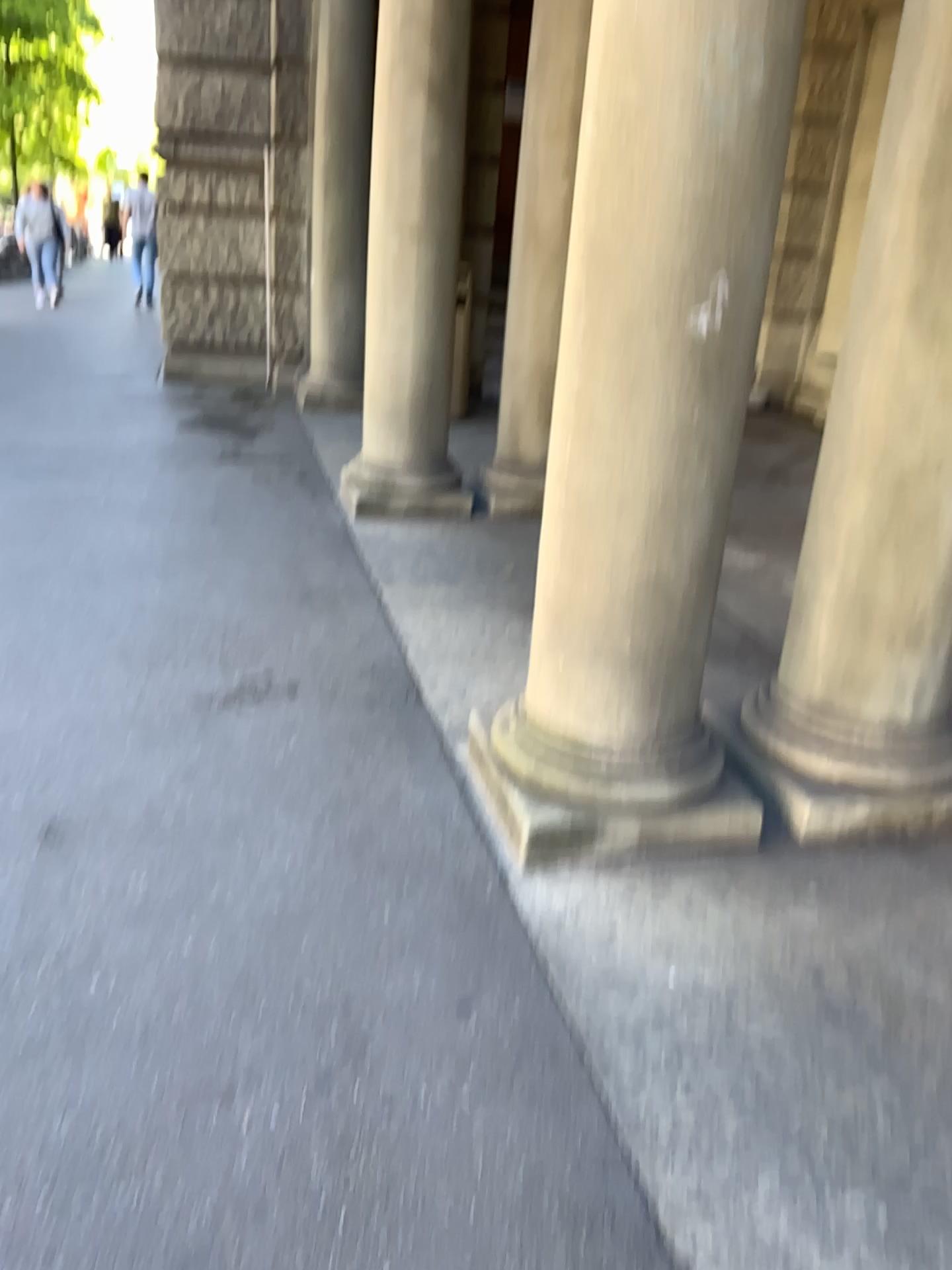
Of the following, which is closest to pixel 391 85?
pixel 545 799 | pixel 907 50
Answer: pixel 907 50

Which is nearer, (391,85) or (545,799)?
(545,799)

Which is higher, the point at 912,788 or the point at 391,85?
the point at 391,85

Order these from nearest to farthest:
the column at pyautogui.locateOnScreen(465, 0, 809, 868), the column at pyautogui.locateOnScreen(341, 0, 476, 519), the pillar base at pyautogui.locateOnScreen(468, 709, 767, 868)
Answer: the column at pyautogui.locateOnScreen(465, 0, 809, 868) < the pillar base at pyautogui.locateOnScreen(468, 709, 767, 868) < the column at pyautogui.locateOnScreen(341, 0, 476, 519)

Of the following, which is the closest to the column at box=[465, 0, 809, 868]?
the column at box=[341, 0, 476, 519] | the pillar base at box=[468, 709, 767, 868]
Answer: the pillar base at box=[468, 709, 767, 868]

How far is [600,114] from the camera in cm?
202

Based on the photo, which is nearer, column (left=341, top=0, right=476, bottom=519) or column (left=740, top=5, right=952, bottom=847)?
column (left=740, top=5, right=952, bottom=847)

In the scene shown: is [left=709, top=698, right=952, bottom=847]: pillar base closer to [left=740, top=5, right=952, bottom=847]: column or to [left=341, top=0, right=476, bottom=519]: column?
[left=740, top=5, right=952, bottom=847]: column

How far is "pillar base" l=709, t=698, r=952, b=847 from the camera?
2.5m
